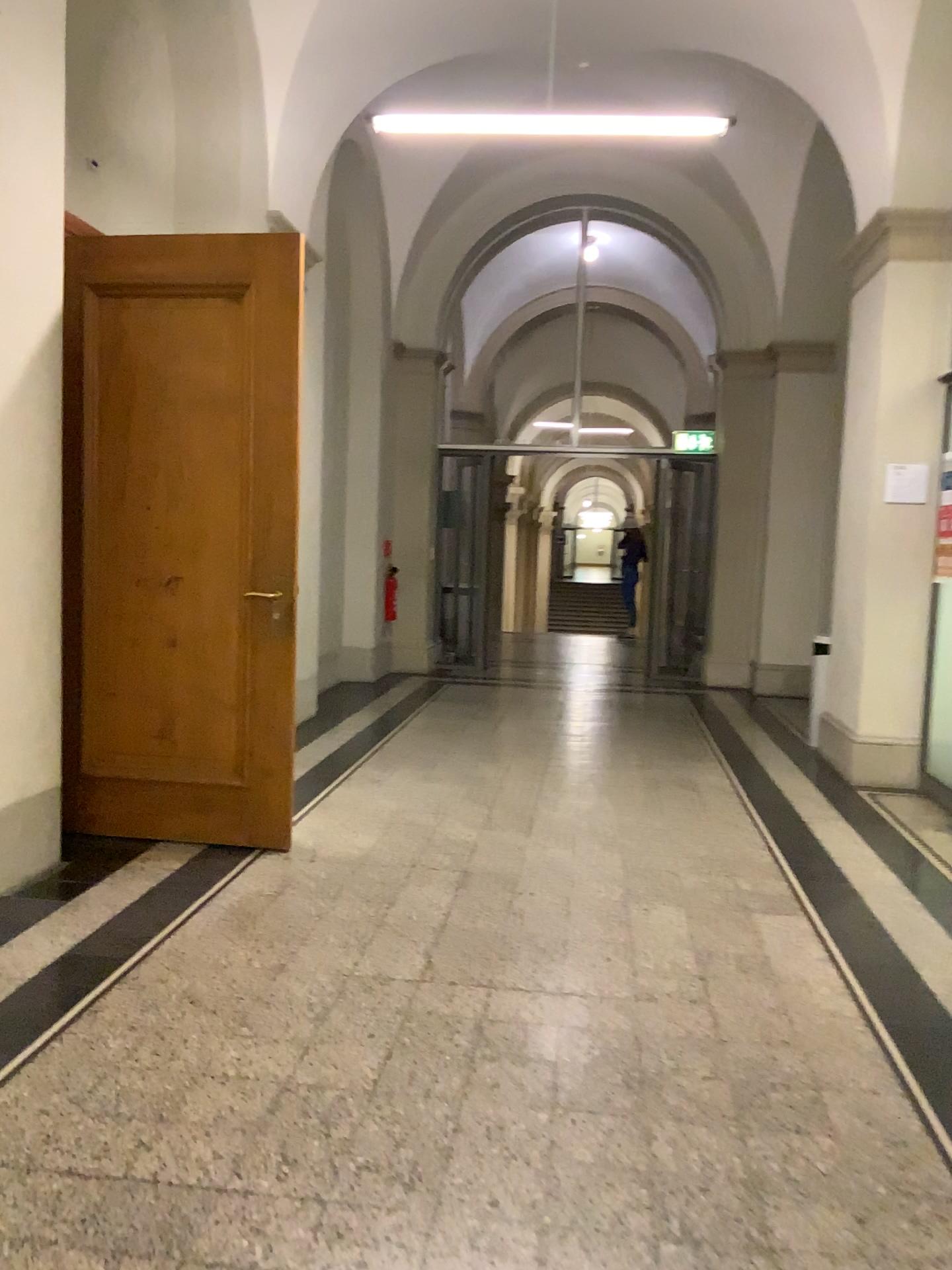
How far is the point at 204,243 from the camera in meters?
4.0 m

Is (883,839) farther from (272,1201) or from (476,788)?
(272,1201)

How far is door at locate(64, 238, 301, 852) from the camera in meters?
4.0 m
